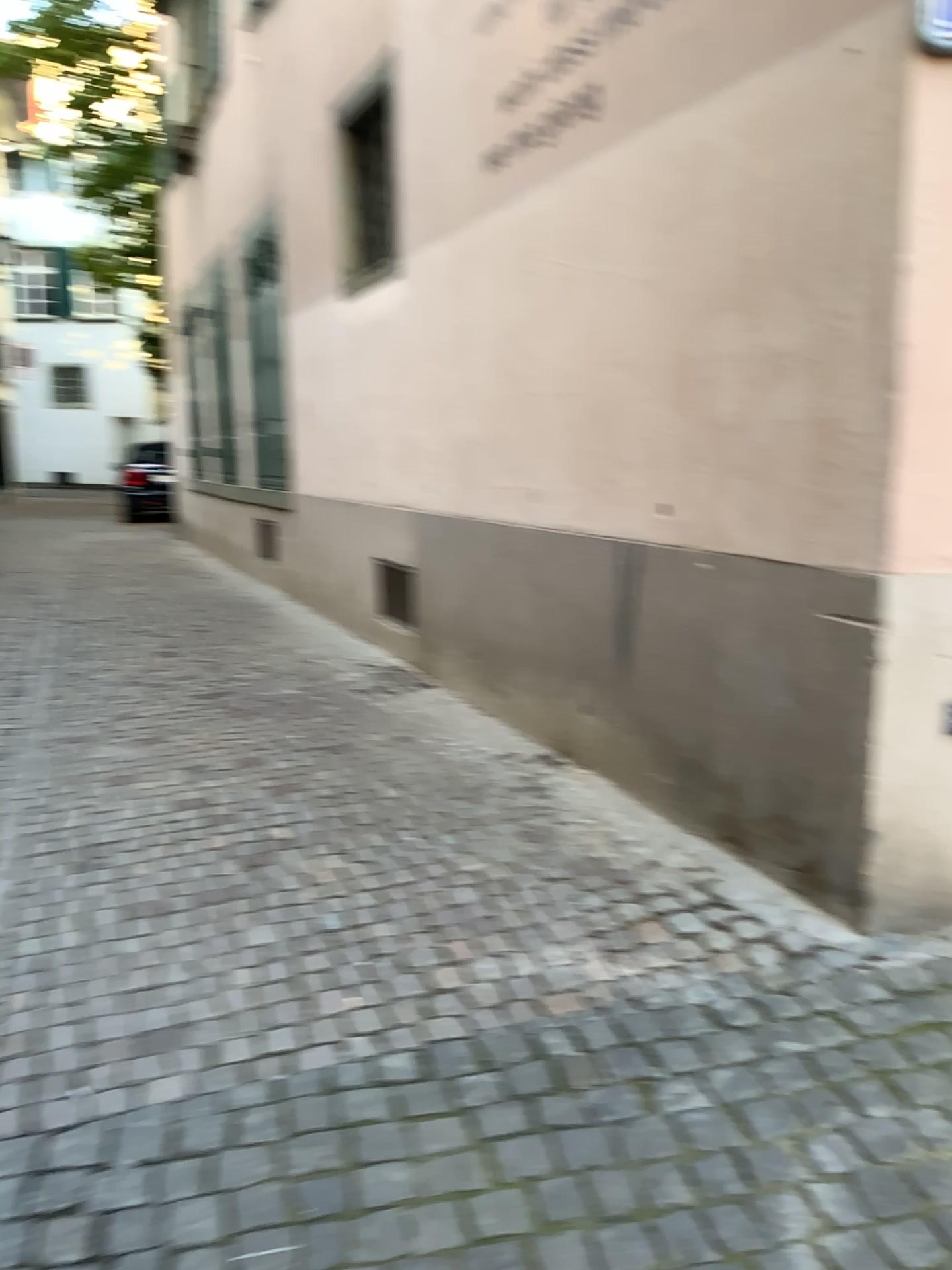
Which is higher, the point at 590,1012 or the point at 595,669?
the point at 595,669
